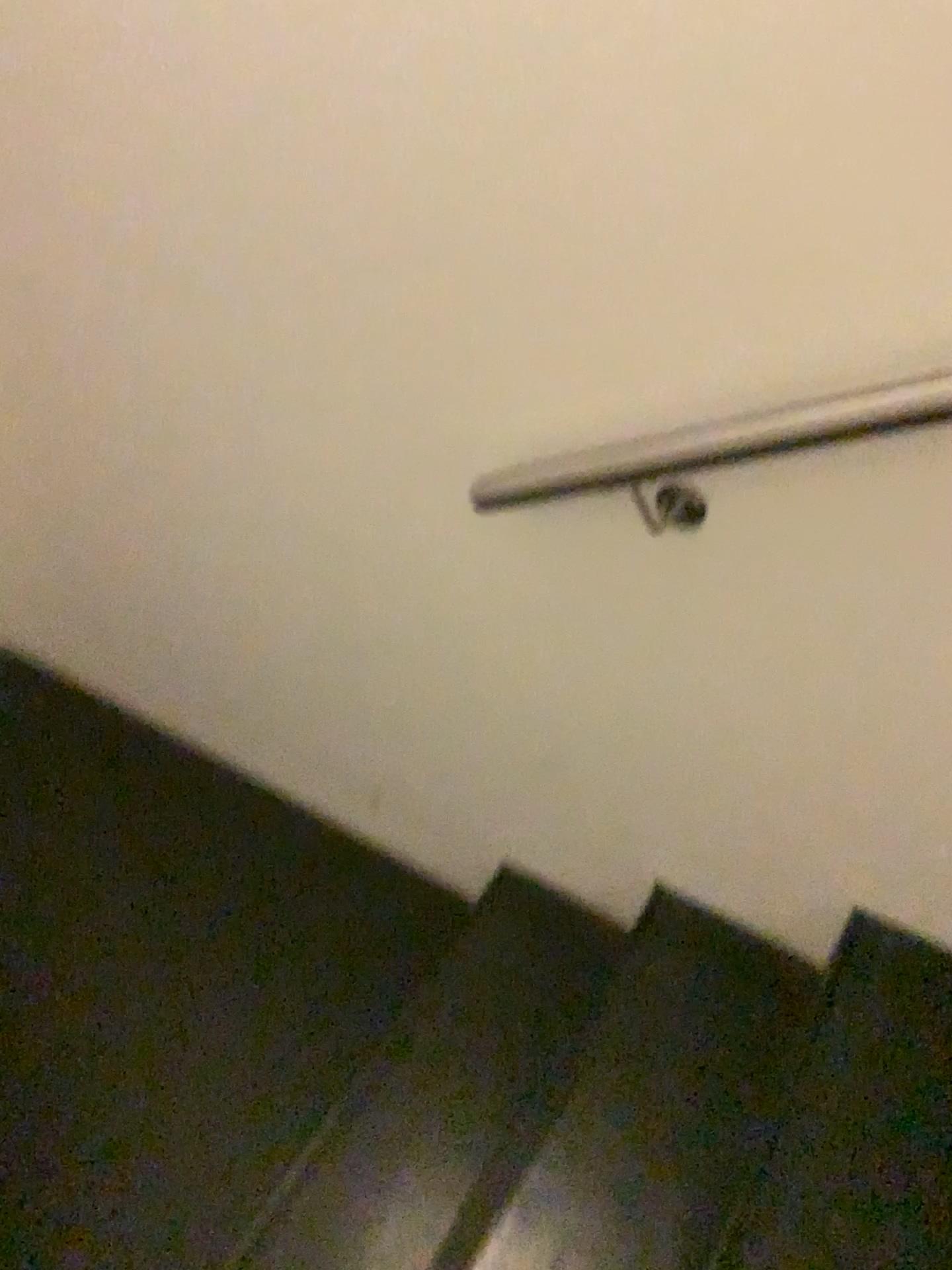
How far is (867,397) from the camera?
1.0m

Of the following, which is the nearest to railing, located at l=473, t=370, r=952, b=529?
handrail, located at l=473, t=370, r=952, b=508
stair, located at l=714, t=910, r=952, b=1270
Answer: handrail, located at l=473, t=370, r=952, b=508

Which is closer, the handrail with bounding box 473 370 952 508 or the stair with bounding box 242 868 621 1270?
the handrail with bounding box 473 370 952 508

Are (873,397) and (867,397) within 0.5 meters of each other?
yes

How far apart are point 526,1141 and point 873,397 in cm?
110

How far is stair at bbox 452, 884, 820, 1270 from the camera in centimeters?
131cm

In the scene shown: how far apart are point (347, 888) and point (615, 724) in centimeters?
85cm

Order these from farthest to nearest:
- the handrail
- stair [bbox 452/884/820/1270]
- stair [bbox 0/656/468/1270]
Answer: stair [bbox 0/656/468/1270] < stair [bbox 452/884/820/1270] < the handrail

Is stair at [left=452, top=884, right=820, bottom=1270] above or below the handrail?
below

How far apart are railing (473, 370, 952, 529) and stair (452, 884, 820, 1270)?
0.7 meters
